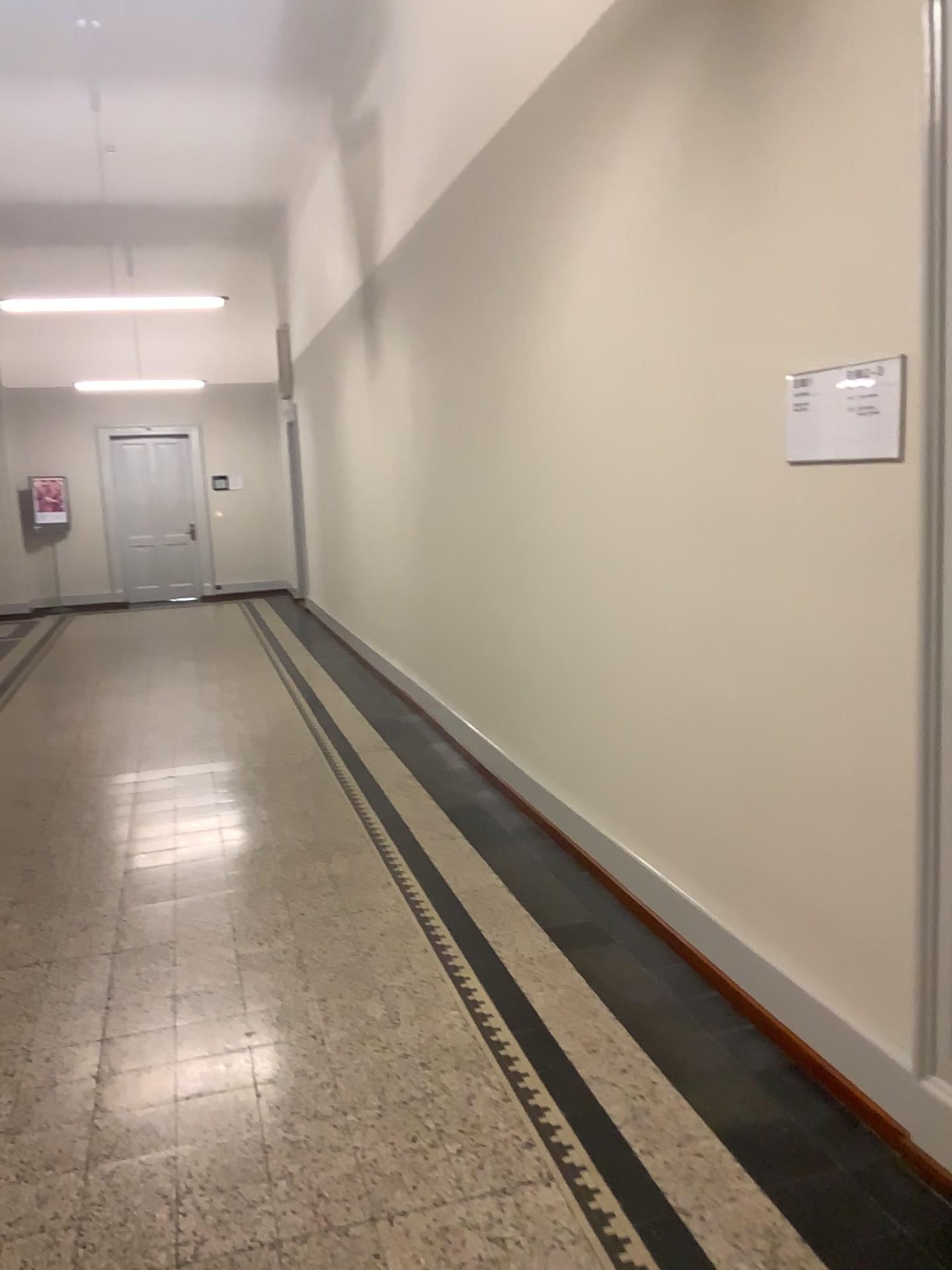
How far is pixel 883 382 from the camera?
2.2 meters

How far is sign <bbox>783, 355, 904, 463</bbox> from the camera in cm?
223

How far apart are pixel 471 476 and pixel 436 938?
2.48m
